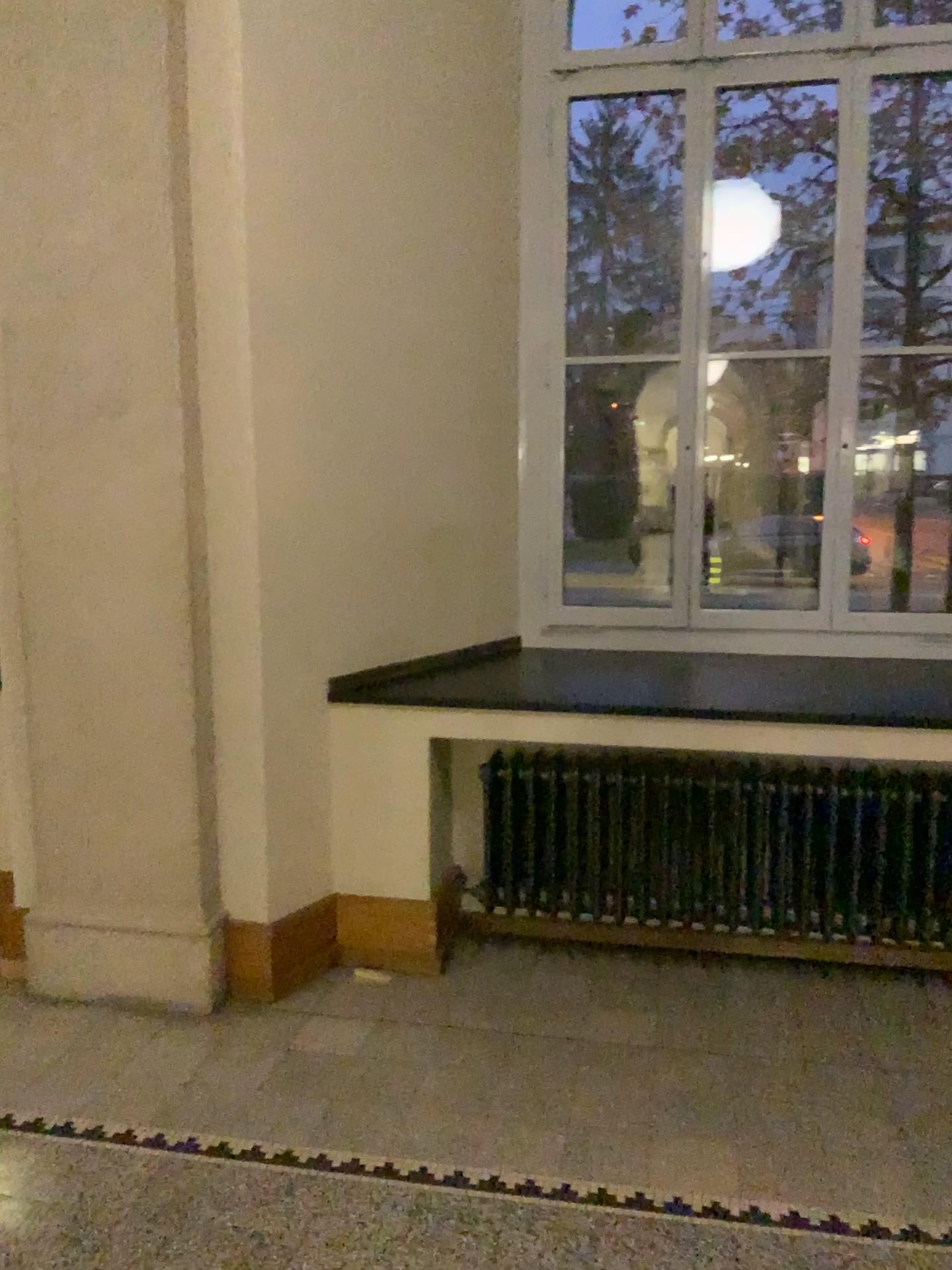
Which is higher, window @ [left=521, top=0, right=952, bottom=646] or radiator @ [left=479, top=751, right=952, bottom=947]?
window @ [left=521, top=0, right=952, bottom=646]

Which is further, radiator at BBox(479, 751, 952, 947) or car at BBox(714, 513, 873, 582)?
car at BBox(714, 513, 873, 582)

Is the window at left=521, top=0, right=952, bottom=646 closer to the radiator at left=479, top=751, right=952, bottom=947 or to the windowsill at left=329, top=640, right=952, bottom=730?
the windowsill at left=329, top=640, right=952, bottom=730

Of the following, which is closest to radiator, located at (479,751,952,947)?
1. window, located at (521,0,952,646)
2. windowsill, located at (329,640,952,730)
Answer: windowsill, located at (329,640,952,730)

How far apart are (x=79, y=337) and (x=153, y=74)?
0.7m

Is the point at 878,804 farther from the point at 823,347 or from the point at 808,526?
the point at 823,347

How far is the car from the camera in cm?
402

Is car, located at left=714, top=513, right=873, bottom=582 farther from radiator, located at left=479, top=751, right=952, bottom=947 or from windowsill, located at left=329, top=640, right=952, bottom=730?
radiator, located at left=479, top=751, right=952, bottom=947

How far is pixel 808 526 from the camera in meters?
4.0

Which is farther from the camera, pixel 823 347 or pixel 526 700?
pixel 823 347
